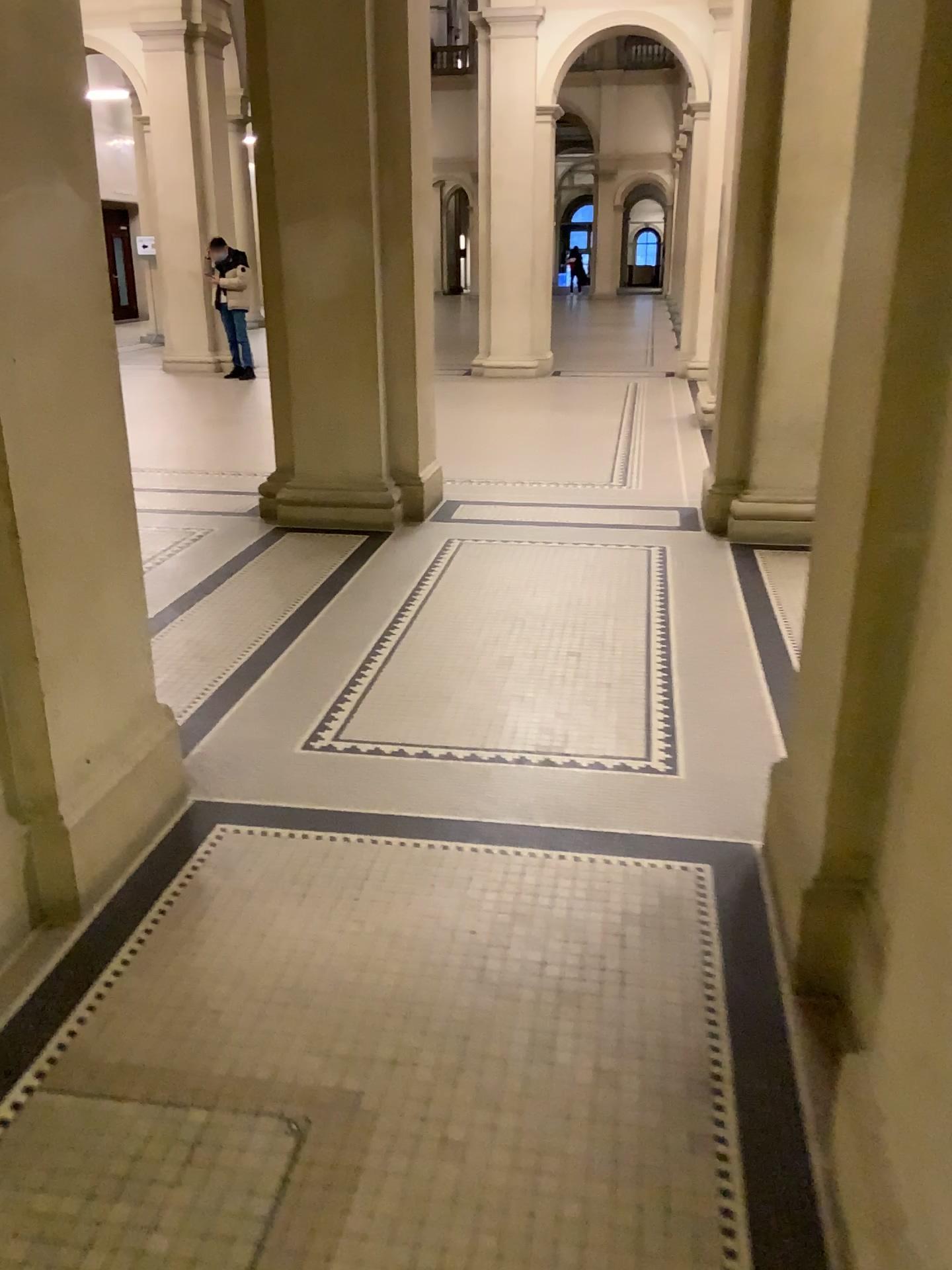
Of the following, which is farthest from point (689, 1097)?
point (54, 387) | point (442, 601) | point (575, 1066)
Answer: point (442, 601)
